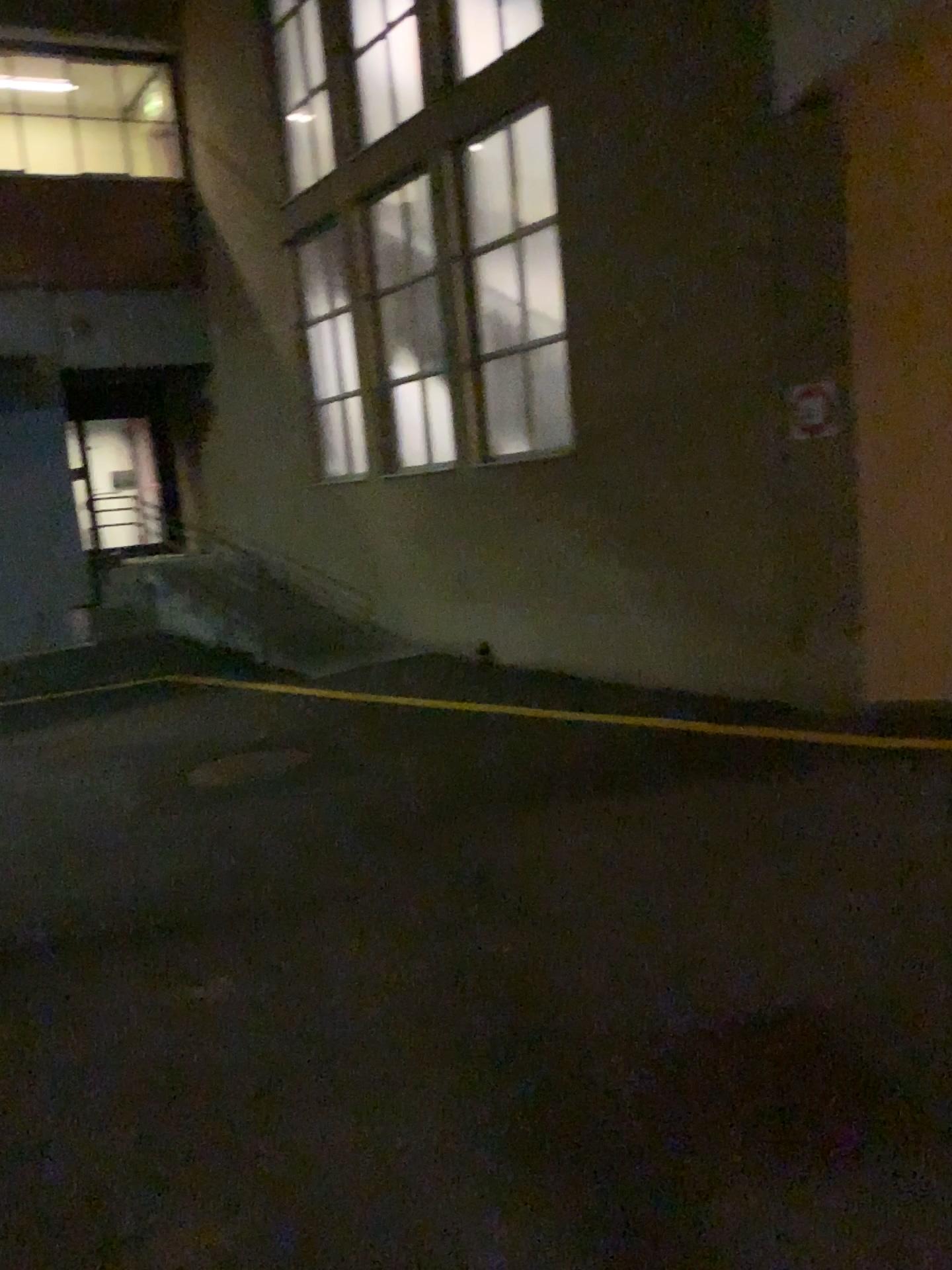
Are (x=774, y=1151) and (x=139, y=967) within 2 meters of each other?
no
